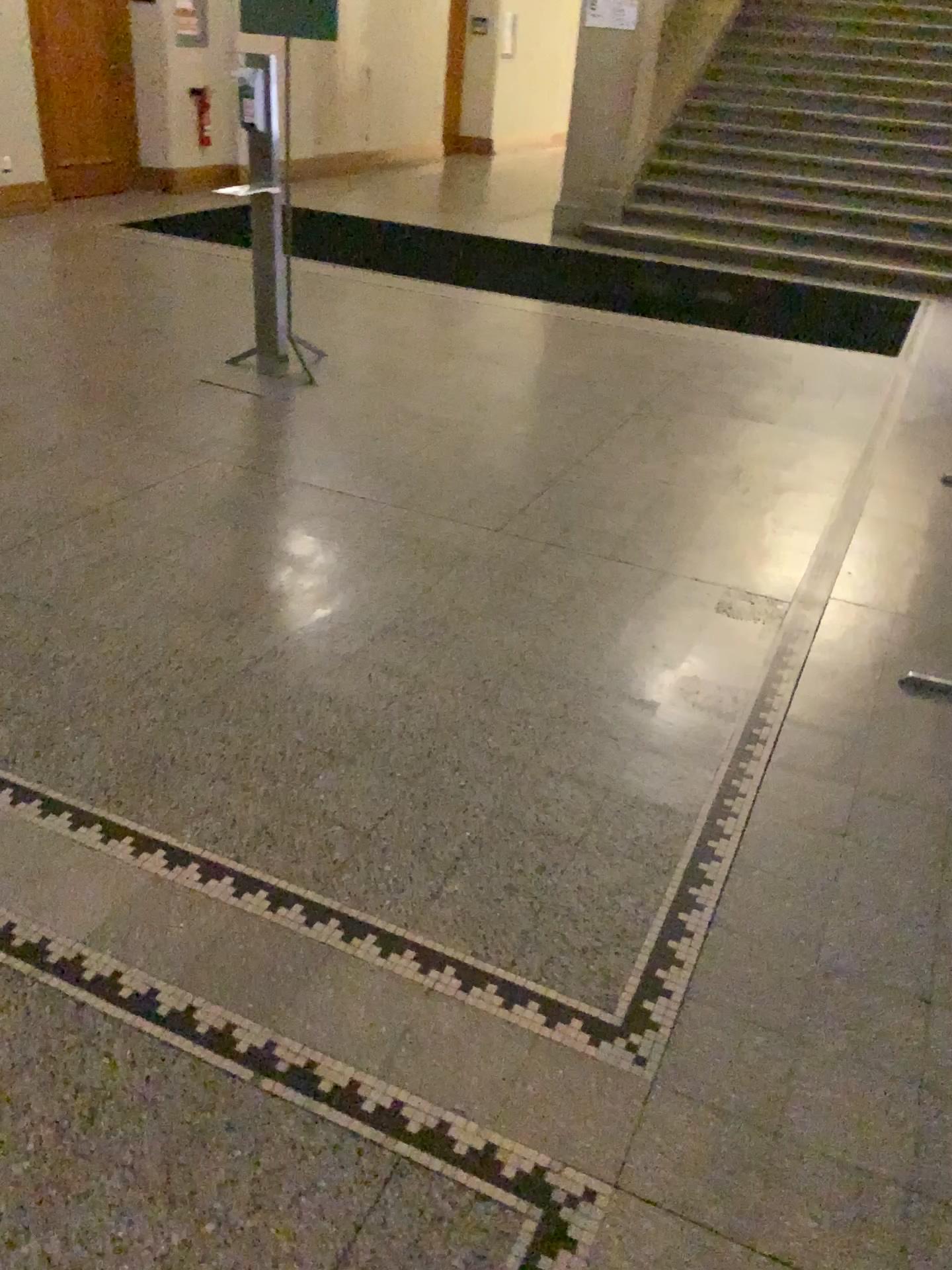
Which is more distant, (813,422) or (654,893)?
(813,422)
